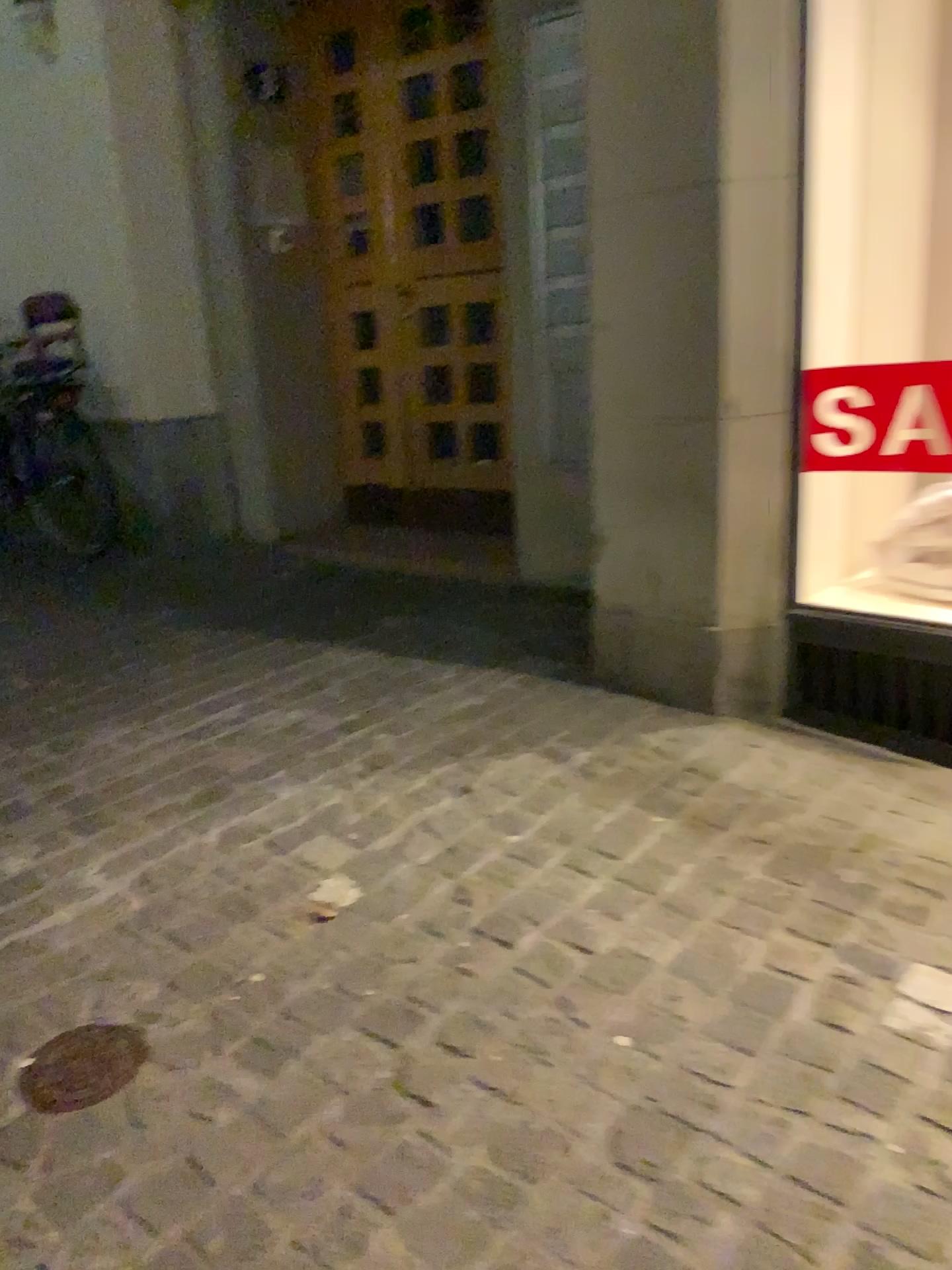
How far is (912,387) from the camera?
2.4m

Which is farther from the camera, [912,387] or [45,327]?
[45,327]

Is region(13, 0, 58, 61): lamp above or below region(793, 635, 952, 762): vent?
above

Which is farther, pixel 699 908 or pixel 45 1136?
pixel 699 908

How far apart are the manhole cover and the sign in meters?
1.9 m

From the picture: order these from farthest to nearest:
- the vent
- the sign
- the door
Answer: the door, the vent, the sign

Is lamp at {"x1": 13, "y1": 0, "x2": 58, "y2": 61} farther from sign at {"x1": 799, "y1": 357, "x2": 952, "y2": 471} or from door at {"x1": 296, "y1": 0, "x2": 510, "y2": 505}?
sign at {"x1": 799, "y1": 357, "x2": 952, "y2": 471}

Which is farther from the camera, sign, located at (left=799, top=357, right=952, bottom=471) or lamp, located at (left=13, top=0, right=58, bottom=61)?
lamp, located at (left=13, top=0, right=58, bottom=61)

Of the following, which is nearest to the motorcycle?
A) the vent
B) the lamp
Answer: the lamp

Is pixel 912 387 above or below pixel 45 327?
below
